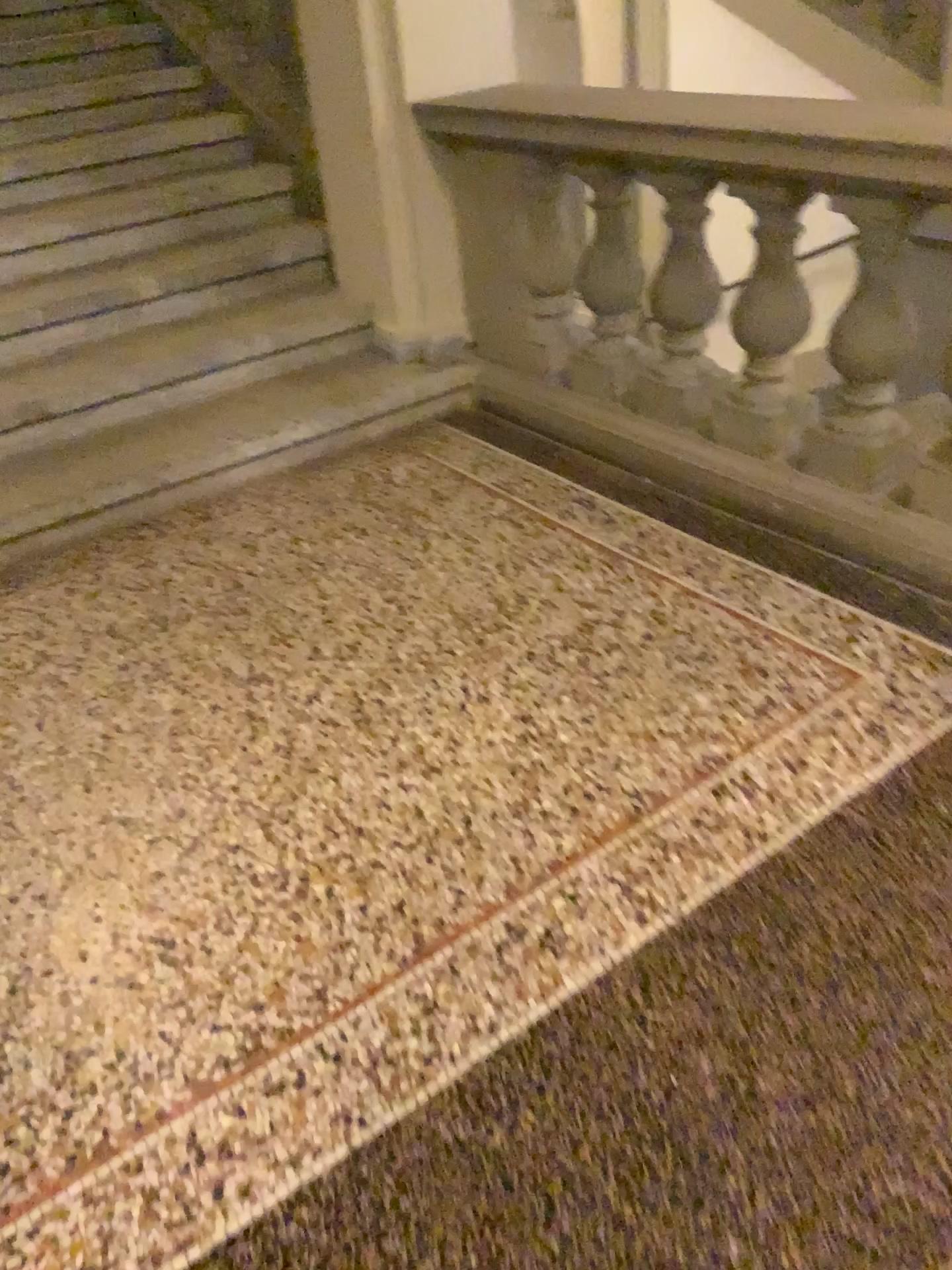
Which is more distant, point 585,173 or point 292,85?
point 292,85

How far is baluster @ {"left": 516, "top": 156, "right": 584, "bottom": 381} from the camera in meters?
2.8

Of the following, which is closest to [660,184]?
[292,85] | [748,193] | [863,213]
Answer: [748,193]

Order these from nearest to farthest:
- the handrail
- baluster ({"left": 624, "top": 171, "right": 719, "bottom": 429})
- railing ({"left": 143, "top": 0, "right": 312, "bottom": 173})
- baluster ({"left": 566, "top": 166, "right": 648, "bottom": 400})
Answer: the handrail, baluster ({"left": 624, "top": 171, "right": 719, "bottom": 429}), baluster ({"left": 566, "top": 166, "right": 648, "bottom": 400}), railing ({"left": 143, "top": 0, "right": 312, "bottom": 173})

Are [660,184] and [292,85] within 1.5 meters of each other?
no

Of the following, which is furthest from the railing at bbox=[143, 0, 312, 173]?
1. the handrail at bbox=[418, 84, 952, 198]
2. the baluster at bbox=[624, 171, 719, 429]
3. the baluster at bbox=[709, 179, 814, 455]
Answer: the baluster at bbox=[709, 179, 814, 455]

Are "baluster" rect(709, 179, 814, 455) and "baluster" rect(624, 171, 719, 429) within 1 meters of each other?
yes

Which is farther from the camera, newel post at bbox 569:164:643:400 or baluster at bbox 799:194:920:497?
newel post at bbox 569:164:643:400

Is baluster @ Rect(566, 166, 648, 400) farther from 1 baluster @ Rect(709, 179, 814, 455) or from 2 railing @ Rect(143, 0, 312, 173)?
2 railing @ Rect(143, 0, 312, 173)

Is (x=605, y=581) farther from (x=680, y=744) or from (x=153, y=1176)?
(x=153, y=1176)
